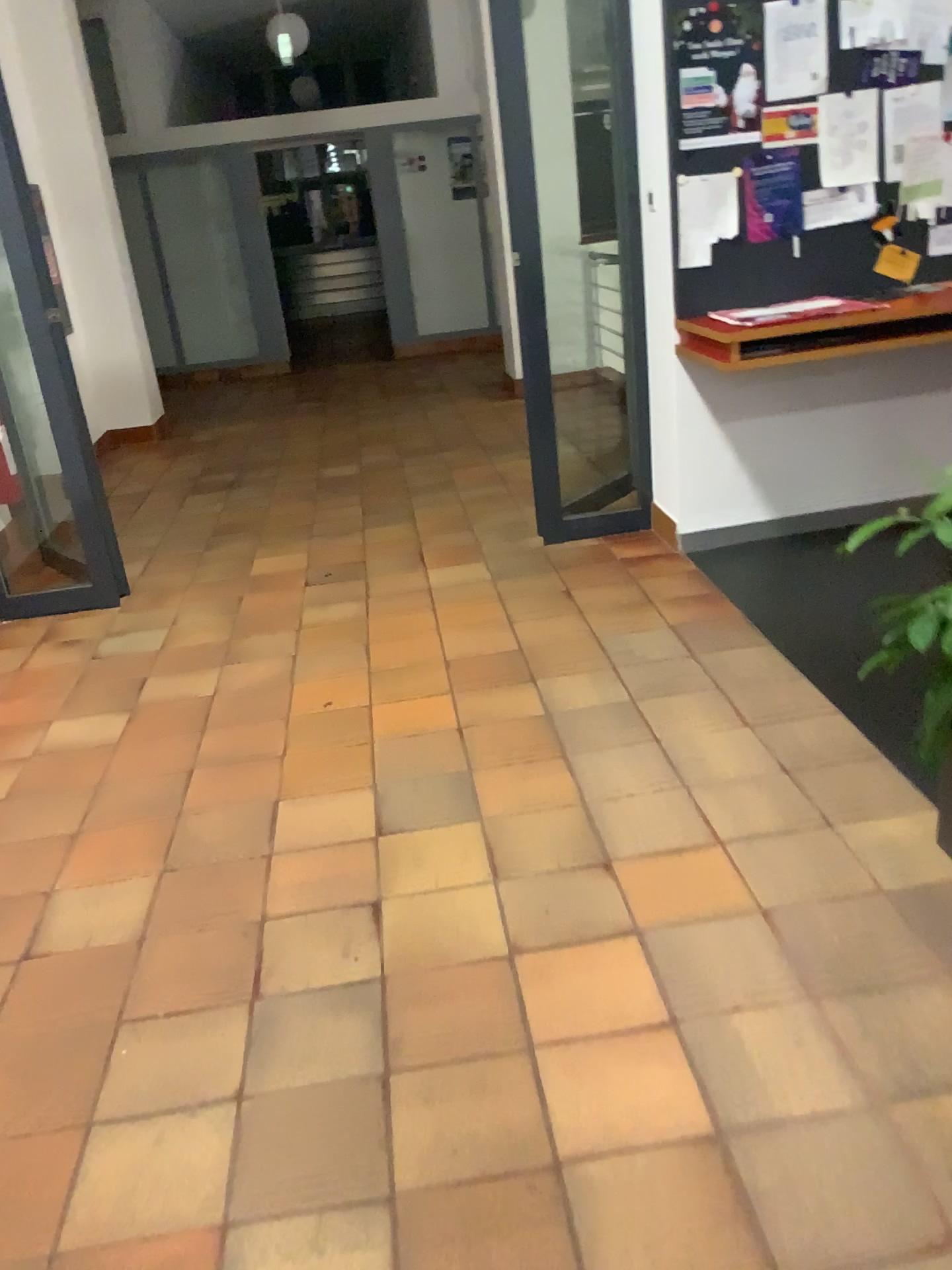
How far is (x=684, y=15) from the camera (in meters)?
3.44

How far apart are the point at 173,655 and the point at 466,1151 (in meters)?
2.43

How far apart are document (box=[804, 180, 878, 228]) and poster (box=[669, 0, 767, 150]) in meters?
0.3 m

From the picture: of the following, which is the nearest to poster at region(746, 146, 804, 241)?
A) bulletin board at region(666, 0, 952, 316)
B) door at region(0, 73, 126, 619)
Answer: bulletin board at region(666, 0, 952, 316)

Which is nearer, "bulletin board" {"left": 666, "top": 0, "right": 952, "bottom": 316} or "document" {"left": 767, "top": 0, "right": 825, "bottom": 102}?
"document" {"left": 767, "top": 0, "right": 825, "bottom": 102}

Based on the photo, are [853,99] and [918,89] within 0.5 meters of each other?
yes

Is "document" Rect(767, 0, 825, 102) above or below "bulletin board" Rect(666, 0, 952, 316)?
above

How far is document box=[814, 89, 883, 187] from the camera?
3.56m

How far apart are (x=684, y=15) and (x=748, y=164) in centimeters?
51cm

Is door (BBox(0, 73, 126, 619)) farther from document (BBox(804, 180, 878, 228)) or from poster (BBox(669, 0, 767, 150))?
document (BBox(804, 180, 878, 228))
